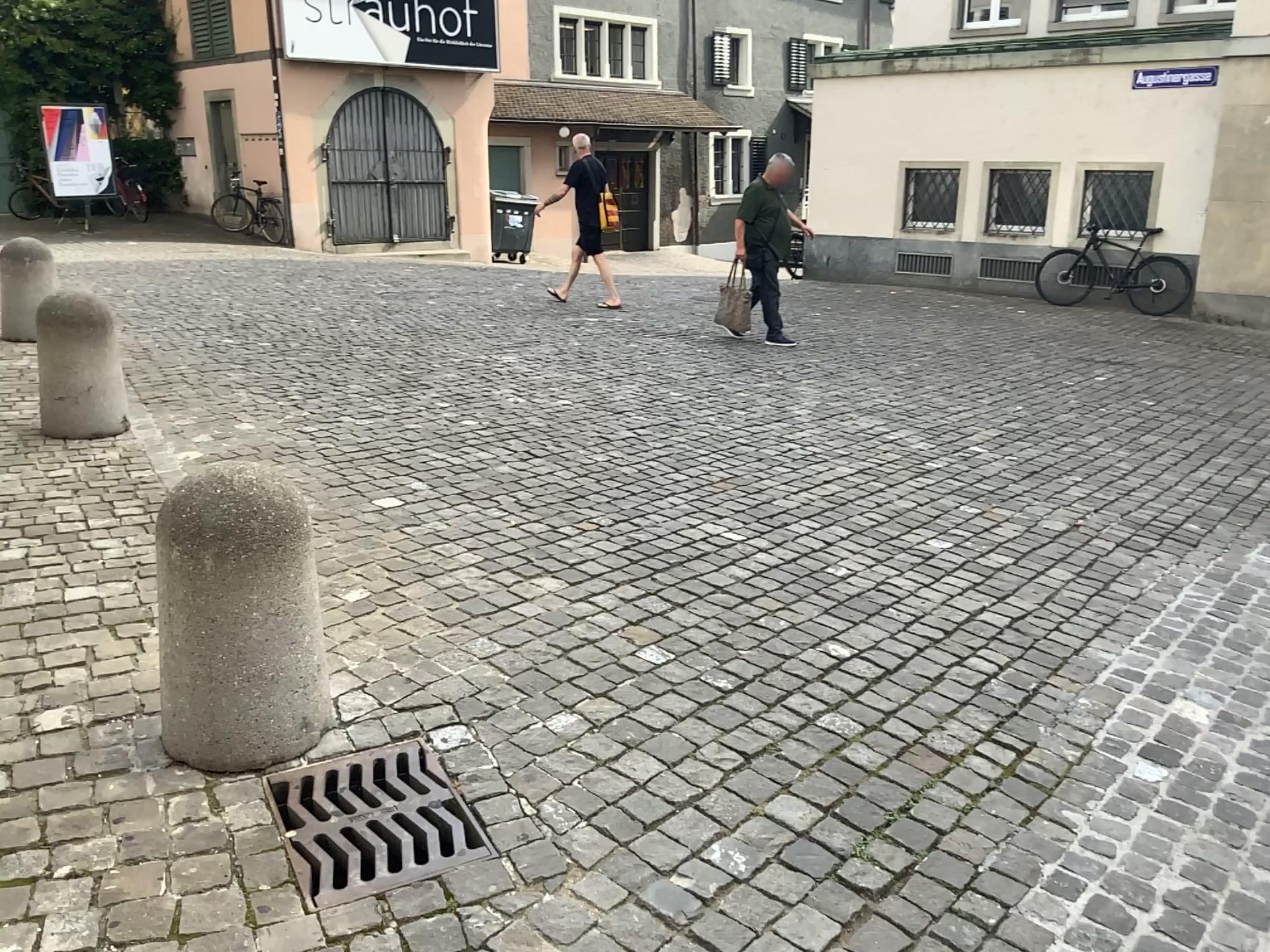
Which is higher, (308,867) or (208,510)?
(208,510)

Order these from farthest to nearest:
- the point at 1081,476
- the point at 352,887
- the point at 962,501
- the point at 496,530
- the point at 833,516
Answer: the point at 1081,476, the point at 962,501, the point at 833,516, the point at 496,530, the point at 352,887

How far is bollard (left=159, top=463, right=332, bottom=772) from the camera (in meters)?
2.35

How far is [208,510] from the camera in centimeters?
235cm
